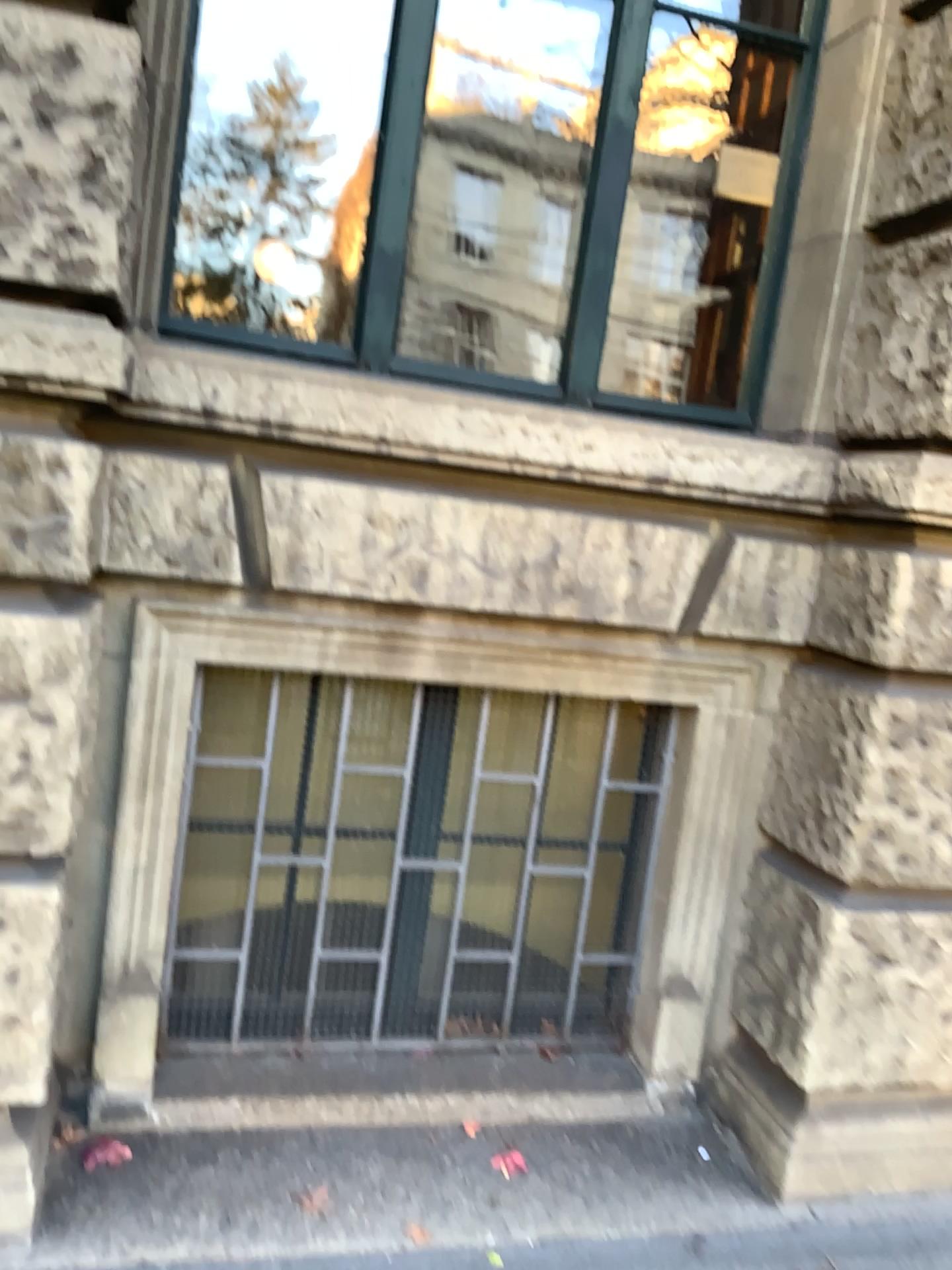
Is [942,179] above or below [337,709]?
above

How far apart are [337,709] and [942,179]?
1.83m

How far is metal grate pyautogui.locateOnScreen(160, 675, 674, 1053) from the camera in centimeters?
258cm

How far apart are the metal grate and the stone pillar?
0.3 meters

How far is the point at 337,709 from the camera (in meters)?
2.58

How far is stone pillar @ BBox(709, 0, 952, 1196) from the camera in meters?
2.3 m

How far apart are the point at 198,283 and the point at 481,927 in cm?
176
